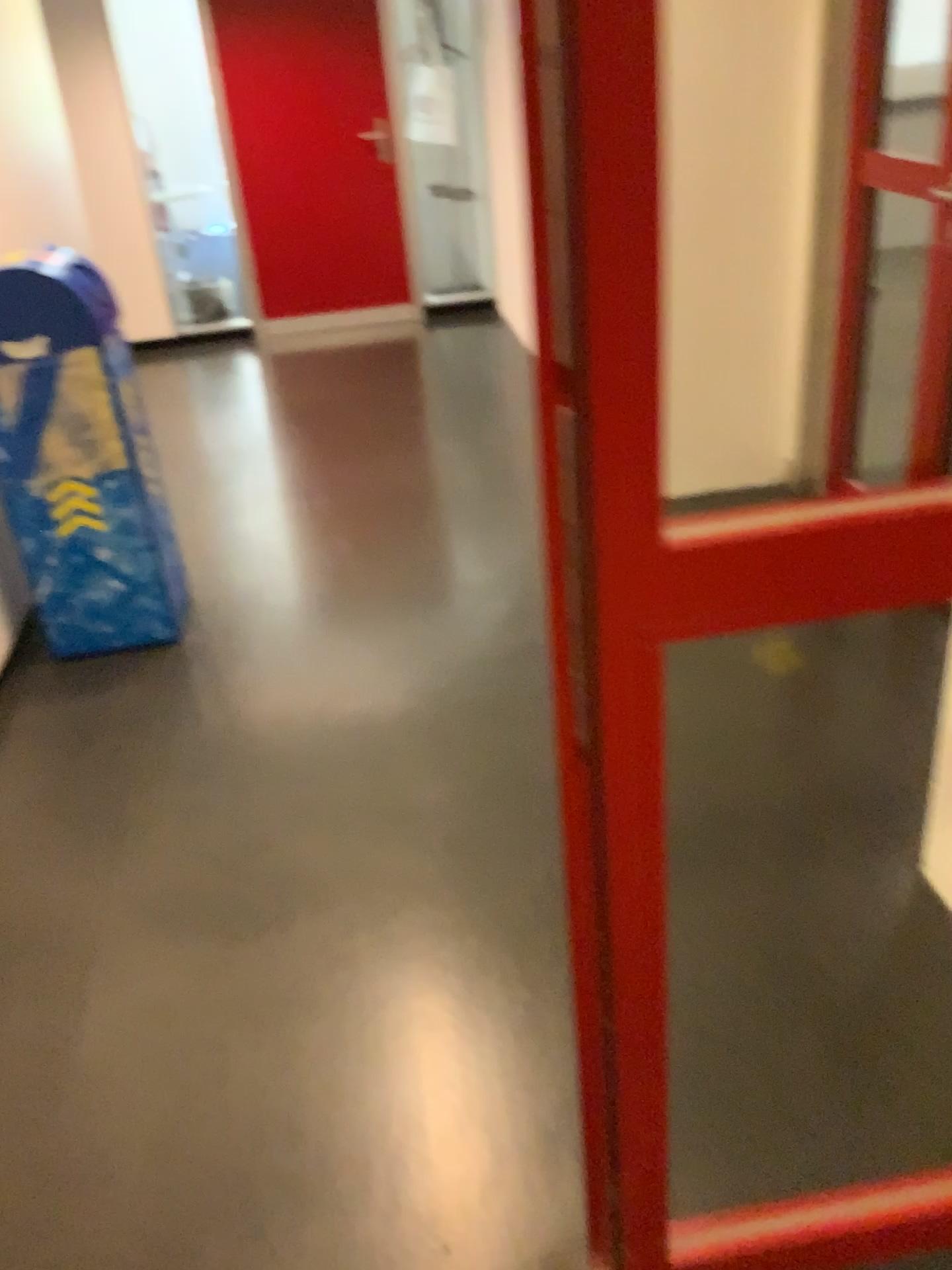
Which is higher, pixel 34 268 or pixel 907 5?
pixel 907 5

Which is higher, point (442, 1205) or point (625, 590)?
point (625, 590)
